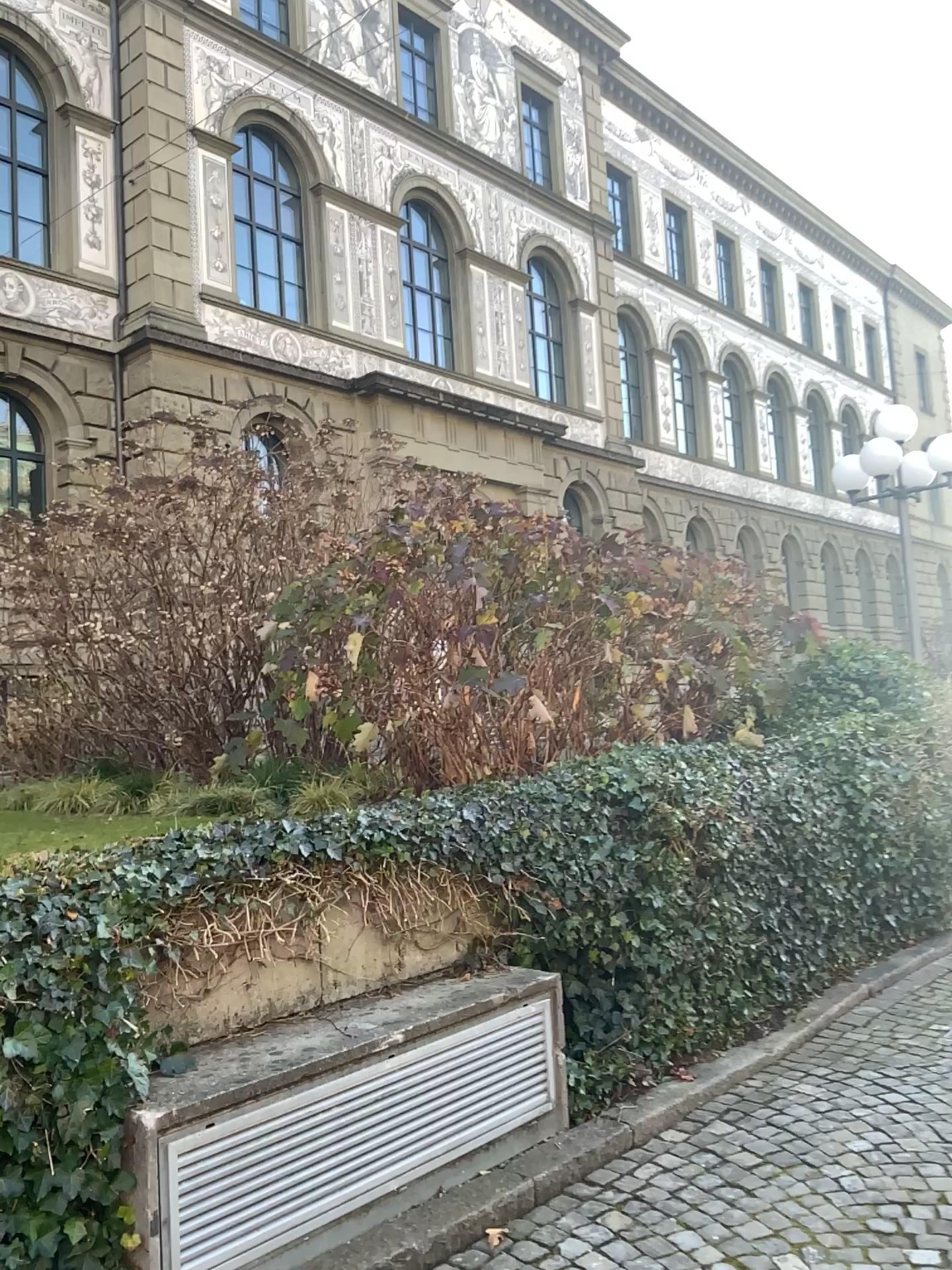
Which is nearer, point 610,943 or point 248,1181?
point 248,1181
